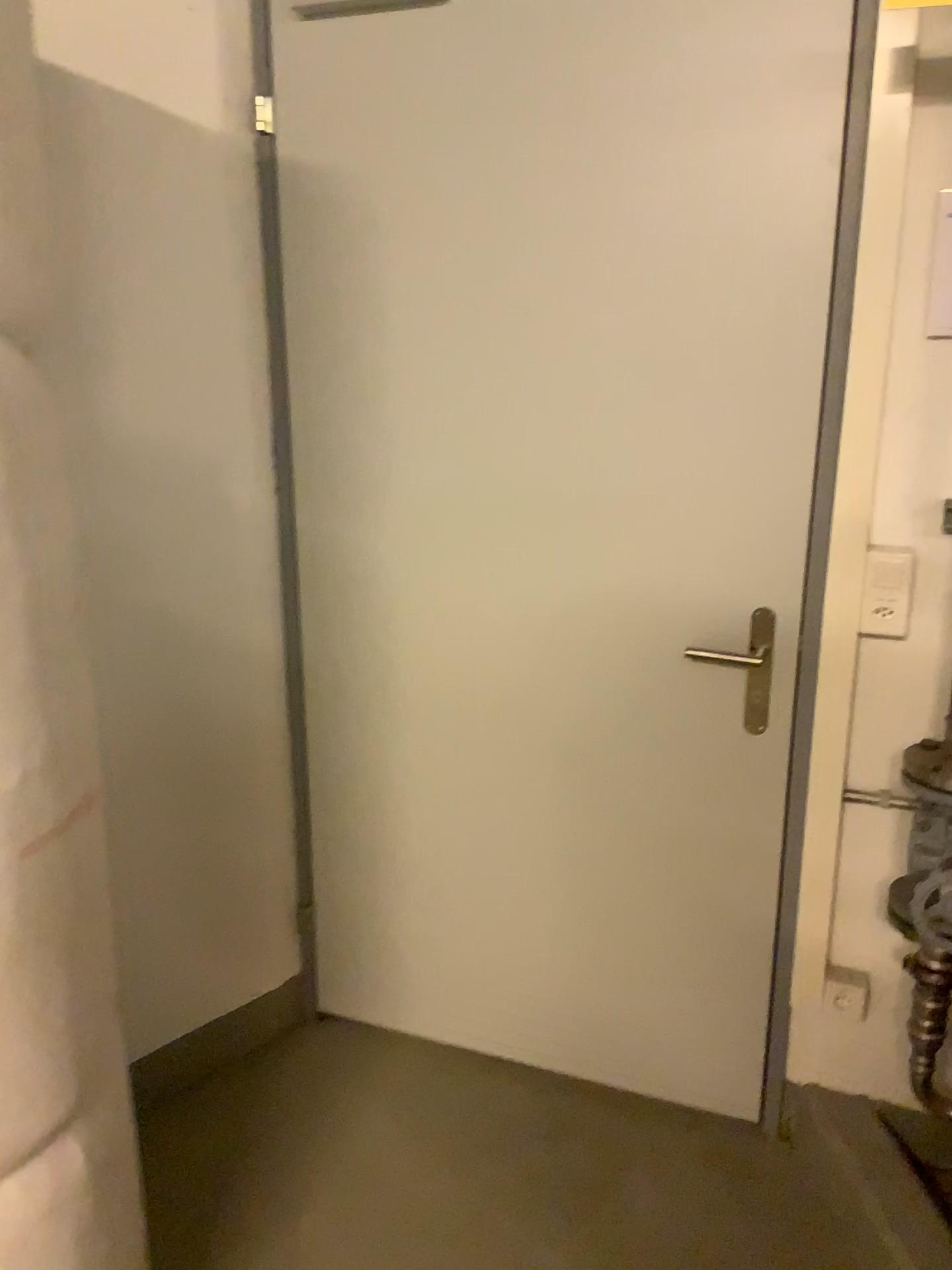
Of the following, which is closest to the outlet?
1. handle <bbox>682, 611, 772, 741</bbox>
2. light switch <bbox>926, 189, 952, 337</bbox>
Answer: handle <bbox>682, 611, 772, 741</bbox>

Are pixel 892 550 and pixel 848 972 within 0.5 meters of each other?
no

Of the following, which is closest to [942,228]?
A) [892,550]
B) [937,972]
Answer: [892,550]

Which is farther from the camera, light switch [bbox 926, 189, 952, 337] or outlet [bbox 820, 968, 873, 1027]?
outlet [bbox 820, 968, 873, 1027]

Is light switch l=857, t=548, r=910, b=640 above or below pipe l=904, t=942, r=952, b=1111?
above

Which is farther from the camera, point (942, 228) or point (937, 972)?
point (937, 972)

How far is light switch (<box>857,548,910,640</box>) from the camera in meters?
1.7 m

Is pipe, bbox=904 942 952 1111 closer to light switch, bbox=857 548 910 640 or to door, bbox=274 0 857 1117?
door, bbox=274 0 857 1117

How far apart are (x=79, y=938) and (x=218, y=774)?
0.88m

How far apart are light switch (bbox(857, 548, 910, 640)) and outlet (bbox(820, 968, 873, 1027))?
0.66m
